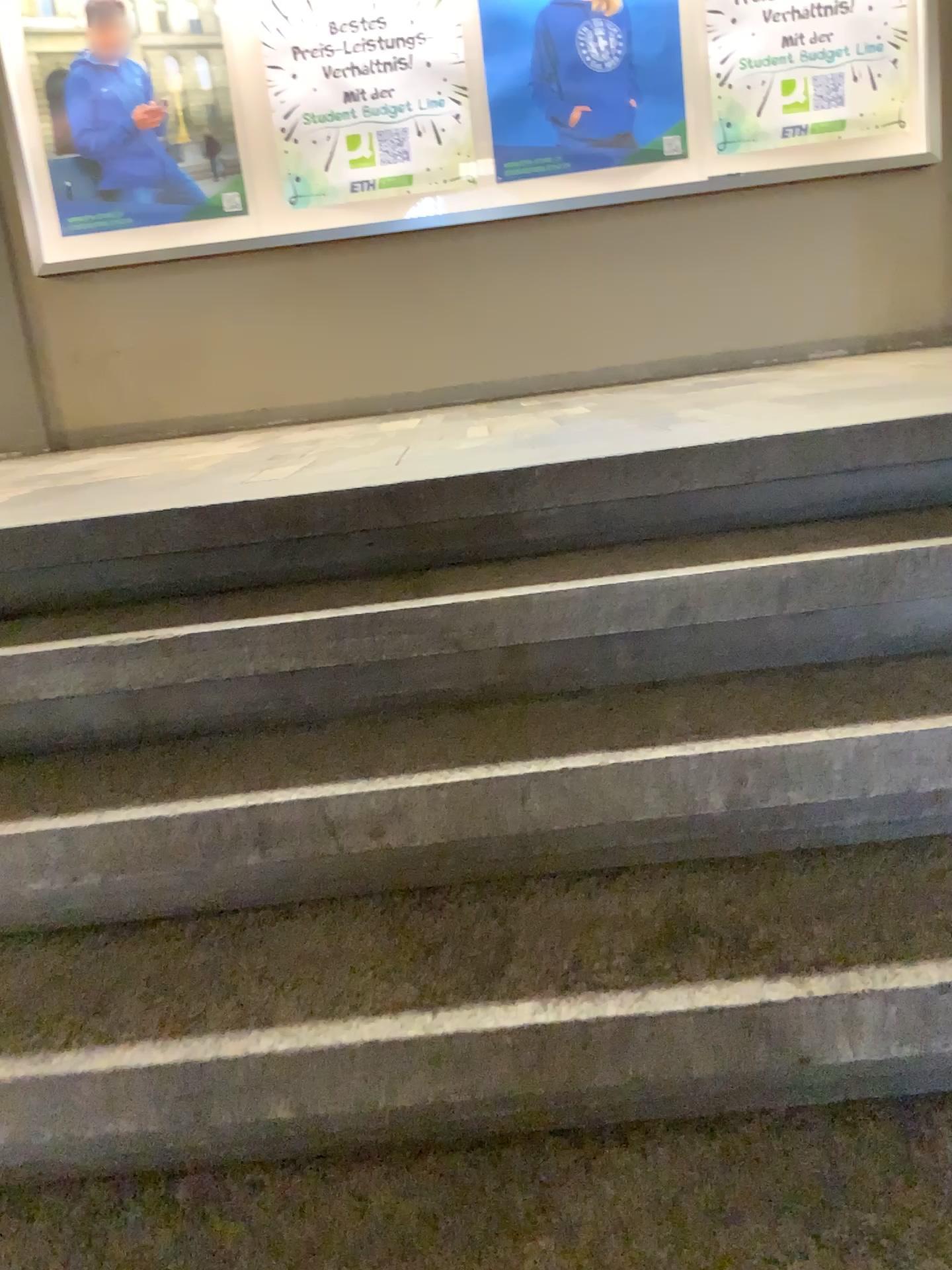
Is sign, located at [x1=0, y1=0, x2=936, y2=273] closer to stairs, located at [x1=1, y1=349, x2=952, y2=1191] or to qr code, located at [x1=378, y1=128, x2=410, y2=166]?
qr code, located at [x1=378, y1=128, x2=410, y2=166]

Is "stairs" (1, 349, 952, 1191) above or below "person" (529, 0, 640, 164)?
below

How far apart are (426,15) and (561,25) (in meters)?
0.57

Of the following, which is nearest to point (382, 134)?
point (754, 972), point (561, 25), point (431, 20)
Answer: point (431, 20)

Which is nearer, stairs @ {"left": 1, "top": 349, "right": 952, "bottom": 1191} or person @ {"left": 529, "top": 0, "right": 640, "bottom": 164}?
stairs @ {"left": 1, "top": 349, "right": 952, "bottom": 1191}

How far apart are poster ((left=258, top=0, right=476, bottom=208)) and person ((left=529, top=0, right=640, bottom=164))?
0.3 meters

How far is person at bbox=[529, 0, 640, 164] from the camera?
4.47m

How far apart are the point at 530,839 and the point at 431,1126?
0.4 meters

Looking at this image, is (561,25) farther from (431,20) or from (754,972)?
(754,972)

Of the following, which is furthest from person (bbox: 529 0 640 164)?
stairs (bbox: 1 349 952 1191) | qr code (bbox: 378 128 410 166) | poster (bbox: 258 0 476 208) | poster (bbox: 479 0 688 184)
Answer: stairs (bbox: 1 349 952 1191)
